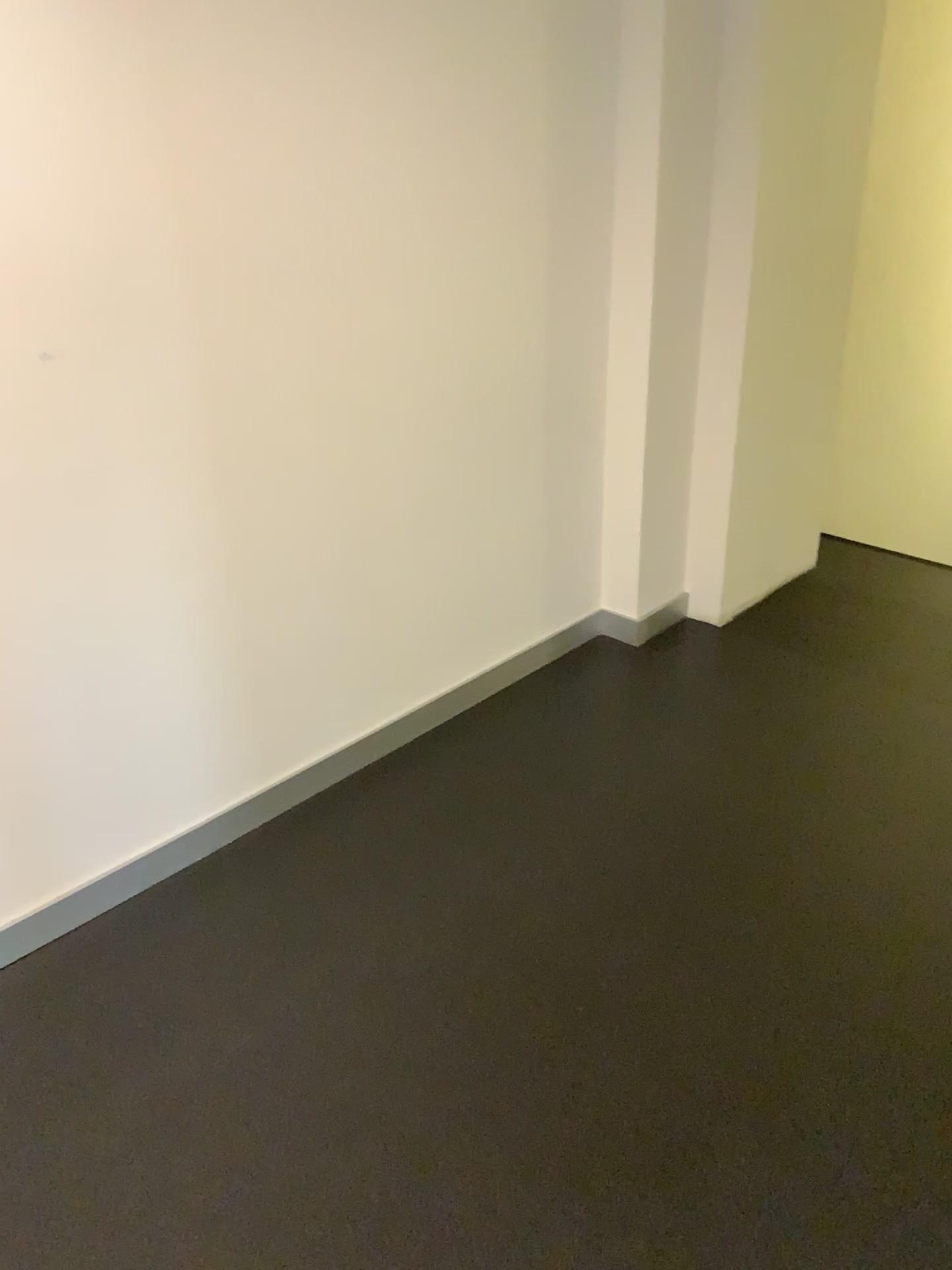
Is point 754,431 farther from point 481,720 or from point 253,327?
point 253,327
